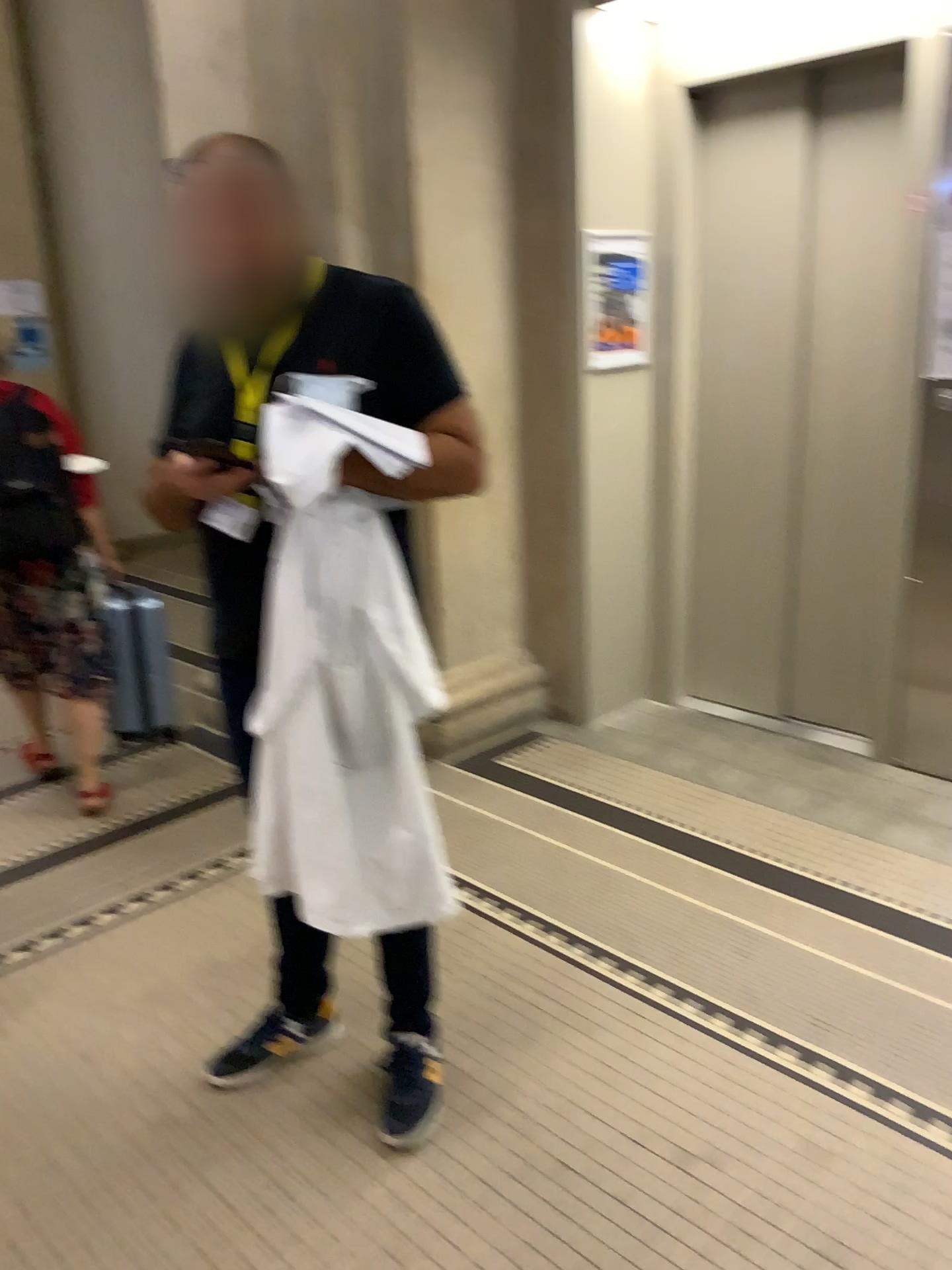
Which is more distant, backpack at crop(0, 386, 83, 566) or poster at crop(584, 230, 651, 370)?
poster at crop(584, 230, 651, 370)

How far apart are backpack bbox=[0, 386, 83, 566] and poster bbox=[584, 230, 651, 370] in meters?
1.8

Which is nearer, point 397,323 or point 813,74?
point 397,323

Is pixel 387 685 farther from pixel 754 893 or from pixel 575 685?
pixel 575 685

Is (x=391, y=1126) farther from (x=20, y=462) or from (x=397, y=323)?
(x=20, y=462)

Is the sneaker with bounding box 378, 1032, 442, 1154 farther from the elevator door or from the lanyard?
the elevator door

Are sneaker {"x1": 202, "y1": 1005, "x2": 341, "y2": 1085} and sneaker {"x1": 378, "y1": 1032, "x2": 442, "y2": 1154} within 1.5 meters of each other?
yes

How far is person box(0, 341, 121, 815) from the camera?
3.2m

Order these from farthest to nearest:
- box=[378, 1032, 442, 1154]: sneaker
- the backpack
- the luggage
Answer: the luggage
the backpack
box=[378, 1032, 442, 1154]: sneaker

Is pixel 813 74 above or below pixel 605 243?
above
